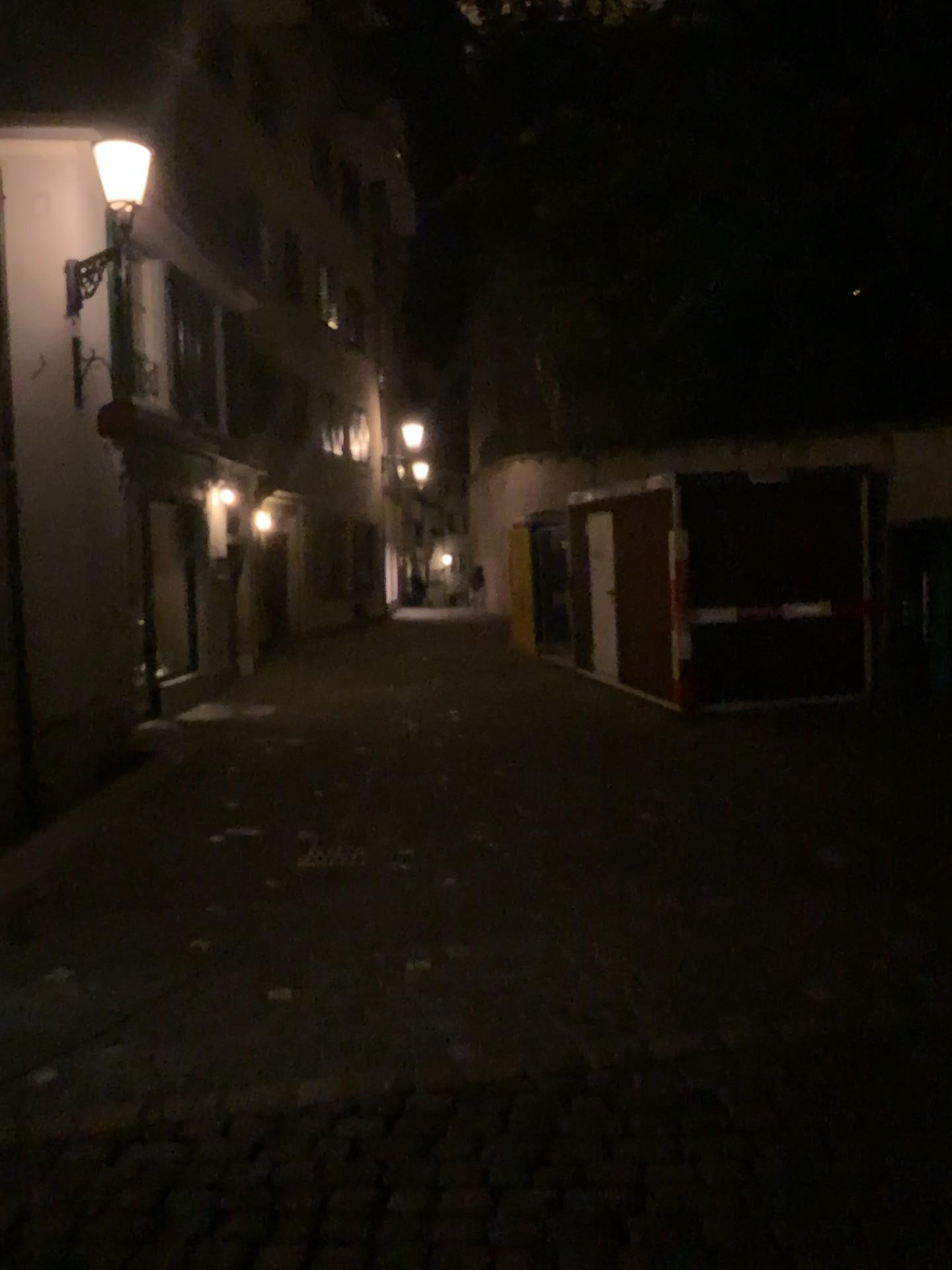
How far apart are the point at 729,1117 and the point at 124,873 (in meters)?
3.79
